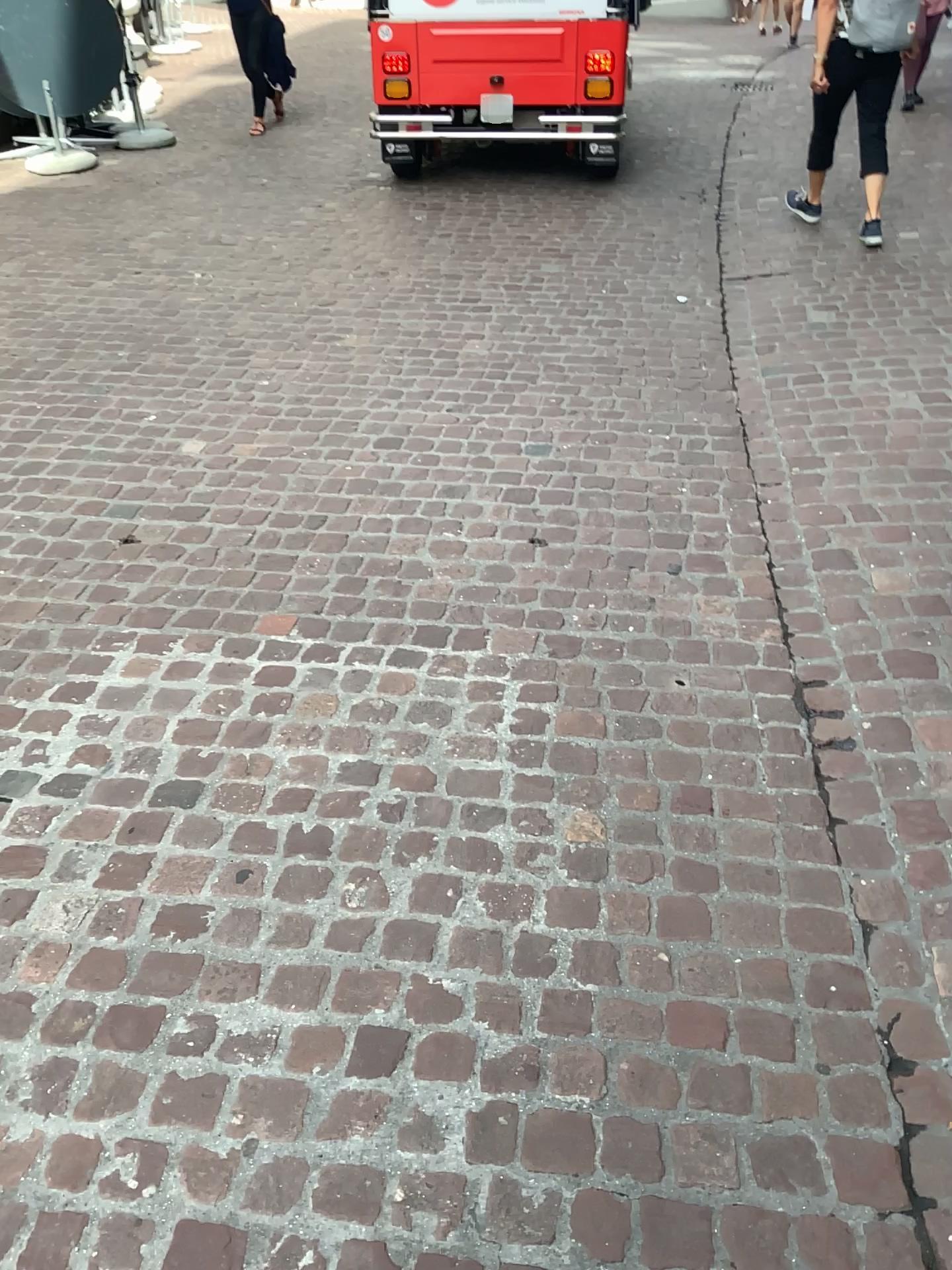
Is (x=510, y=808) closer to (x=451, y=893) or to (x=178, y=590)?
(x=451, y=893)
